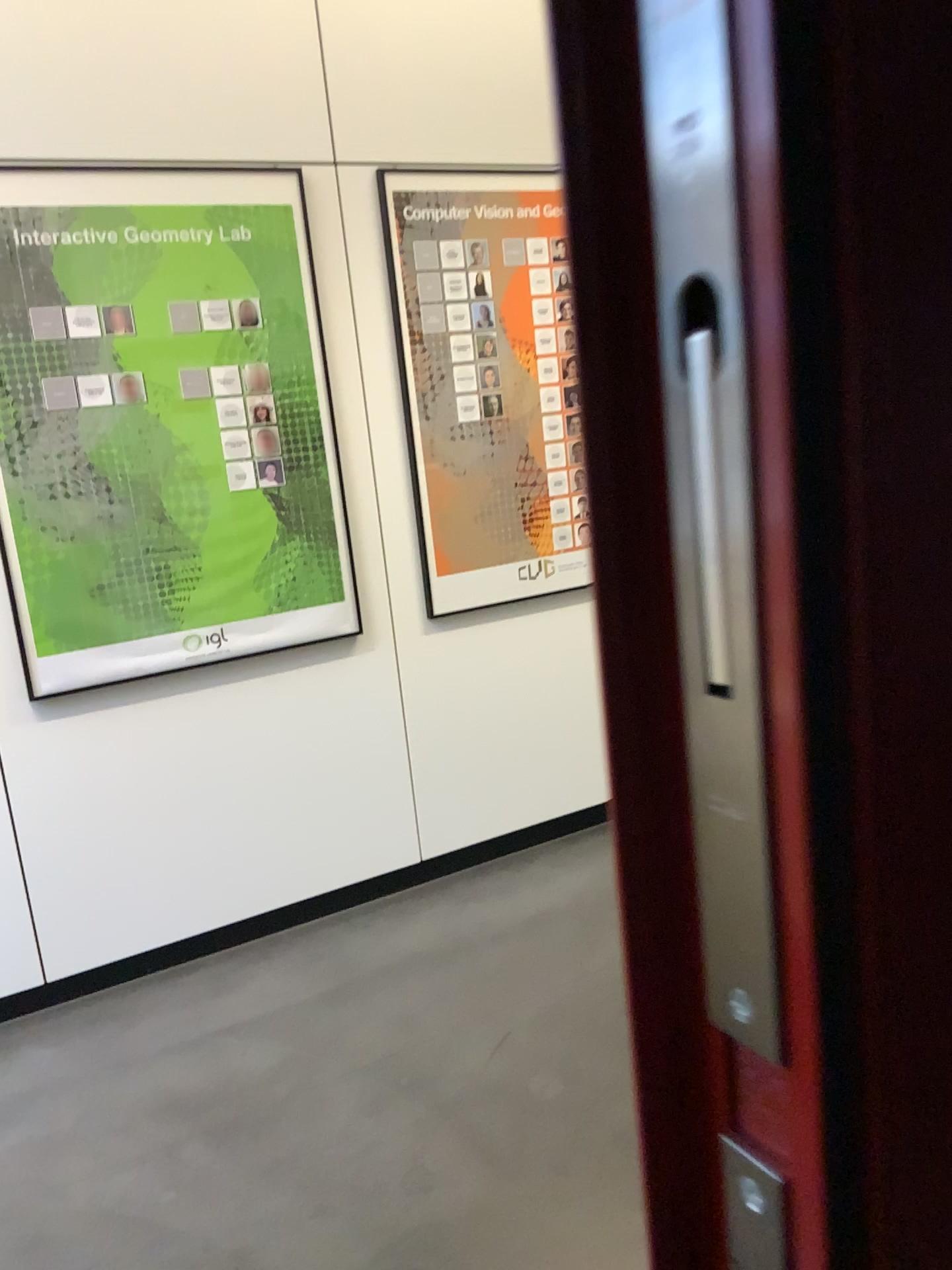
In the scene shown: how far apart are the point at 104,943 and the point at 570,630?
1.7m

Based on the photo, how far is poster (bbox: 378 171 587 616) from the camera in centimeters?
306cm

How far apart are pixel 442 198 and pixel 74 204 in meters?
1.0

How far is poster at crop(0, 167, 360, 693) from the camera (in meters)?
2.60

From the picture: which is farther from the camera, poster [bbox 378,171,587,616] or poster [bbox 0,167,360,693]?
poster [bbox 378,171,587,616]

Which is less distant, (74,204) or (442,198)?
(74,204)

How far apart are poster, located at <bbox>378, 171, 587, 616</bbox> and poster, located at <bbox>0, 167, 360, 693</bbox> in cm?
25

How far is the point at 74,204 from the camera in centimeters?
260cm
